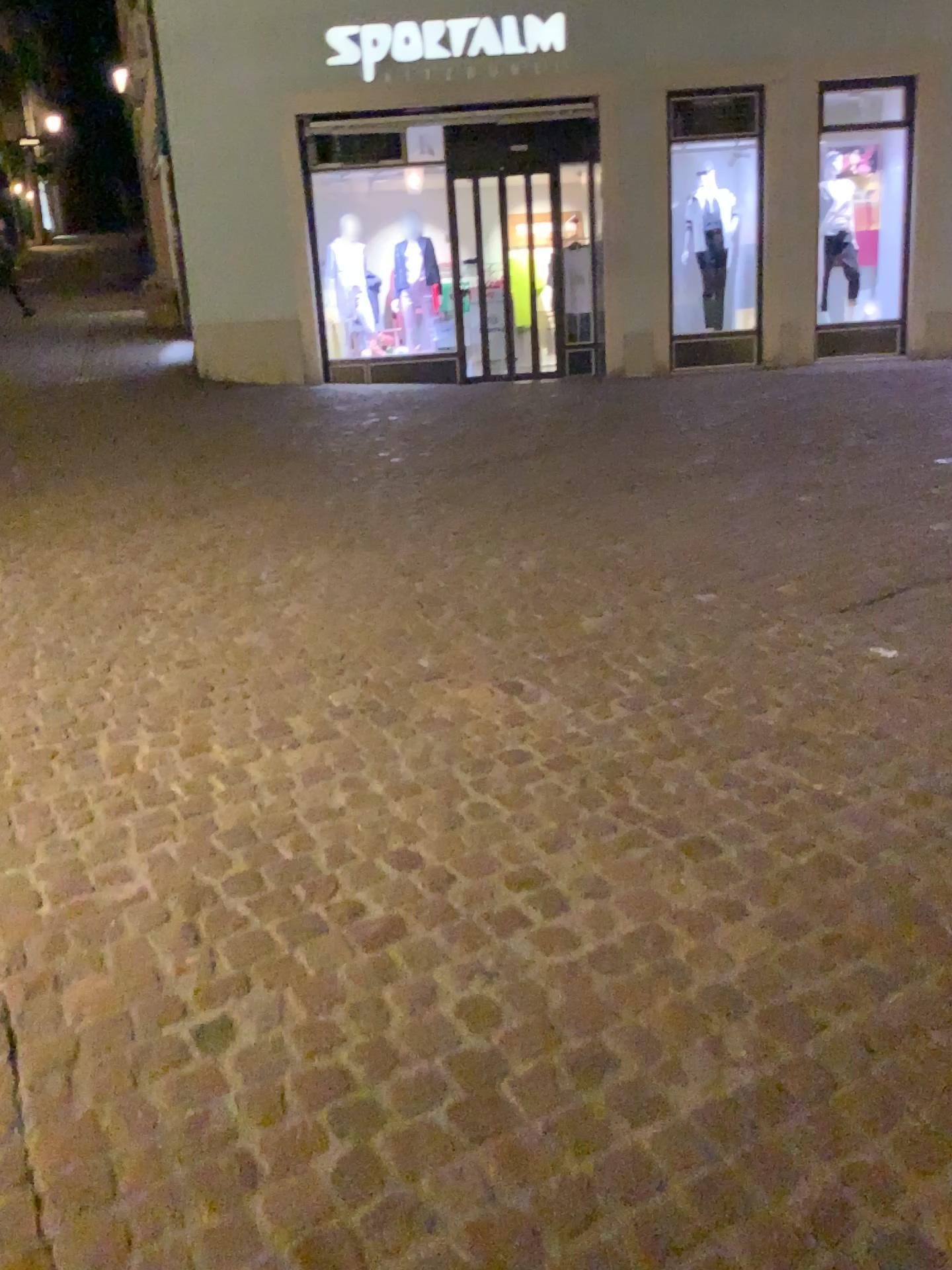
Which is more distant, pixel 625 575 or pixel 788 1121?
pixel 625 575
